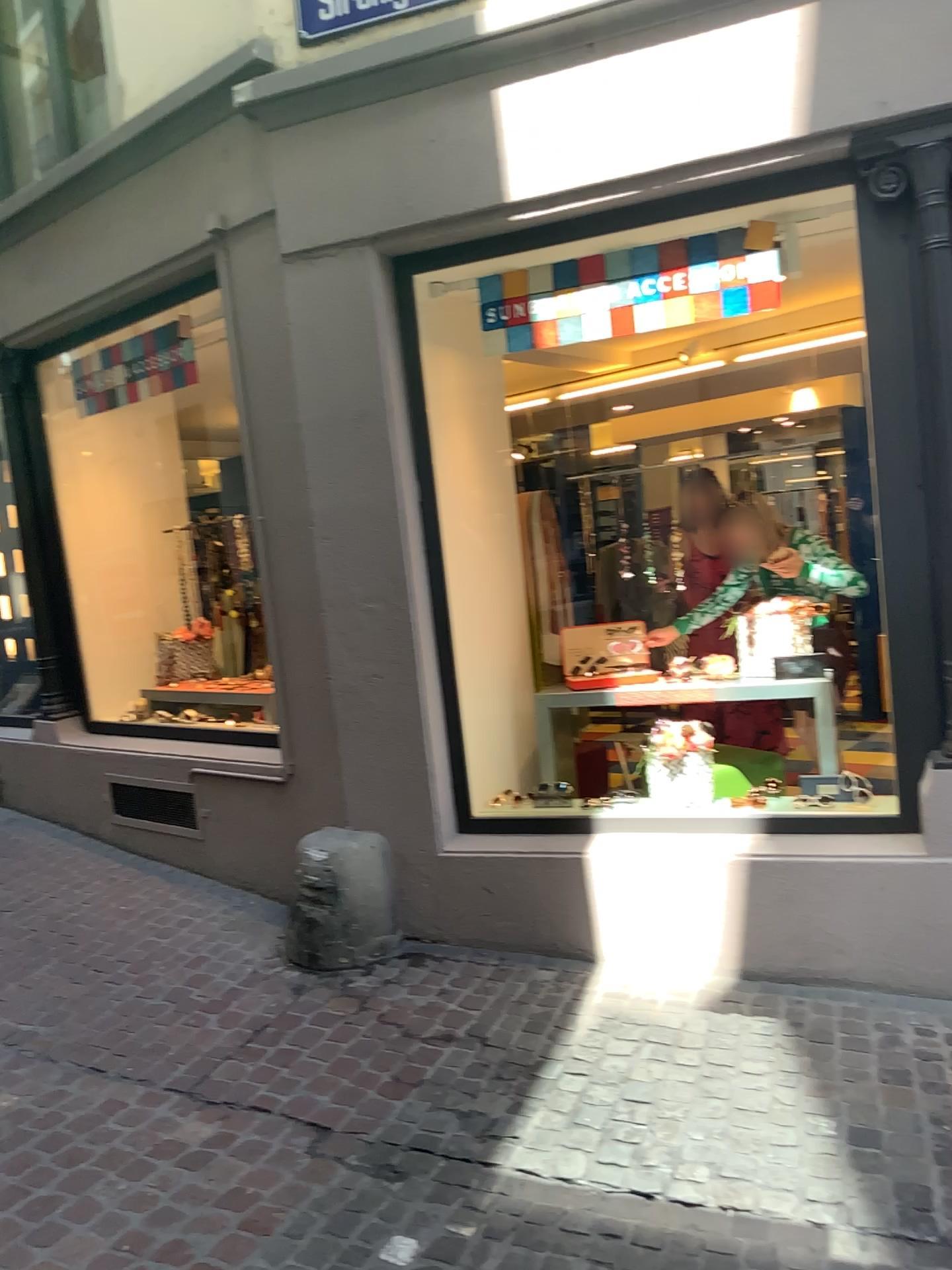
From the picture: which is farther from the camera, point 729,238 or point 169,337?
point 169,337

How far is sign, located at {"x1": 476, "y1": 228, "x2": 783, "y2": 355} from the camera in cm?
358

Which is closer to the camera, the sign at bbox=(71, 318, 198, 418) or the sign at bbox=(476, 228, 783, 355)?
the sign at bbox=(476, 228, 783, 355)

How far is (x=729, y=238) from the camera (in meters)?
3.58

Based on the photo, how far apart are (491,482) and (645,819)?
1.61m
